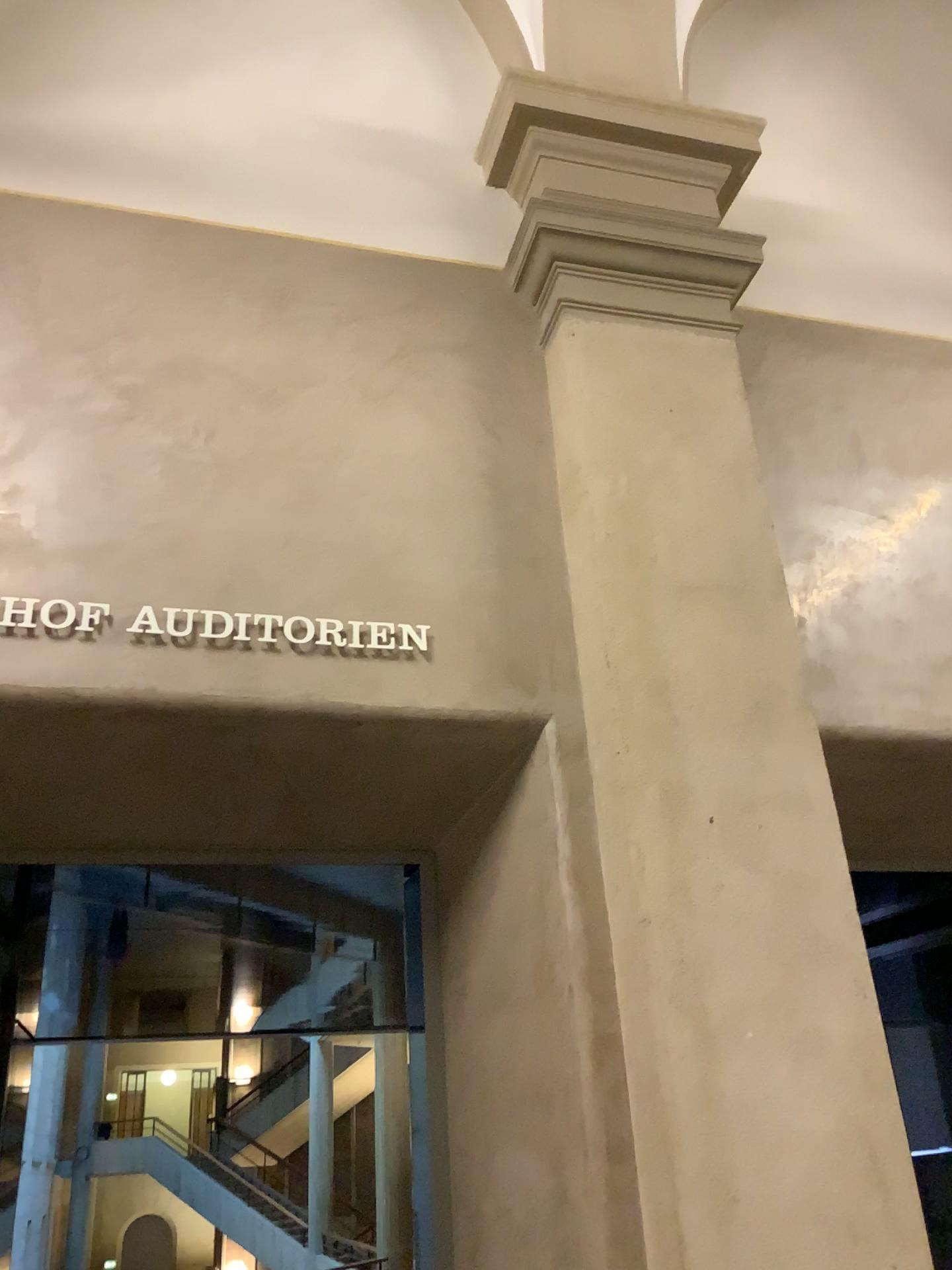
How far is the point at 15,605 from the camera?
2.39m

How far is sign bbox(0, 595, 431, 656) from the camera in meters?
2.4 m

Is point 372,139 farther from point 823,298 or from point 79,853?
point 79,853
